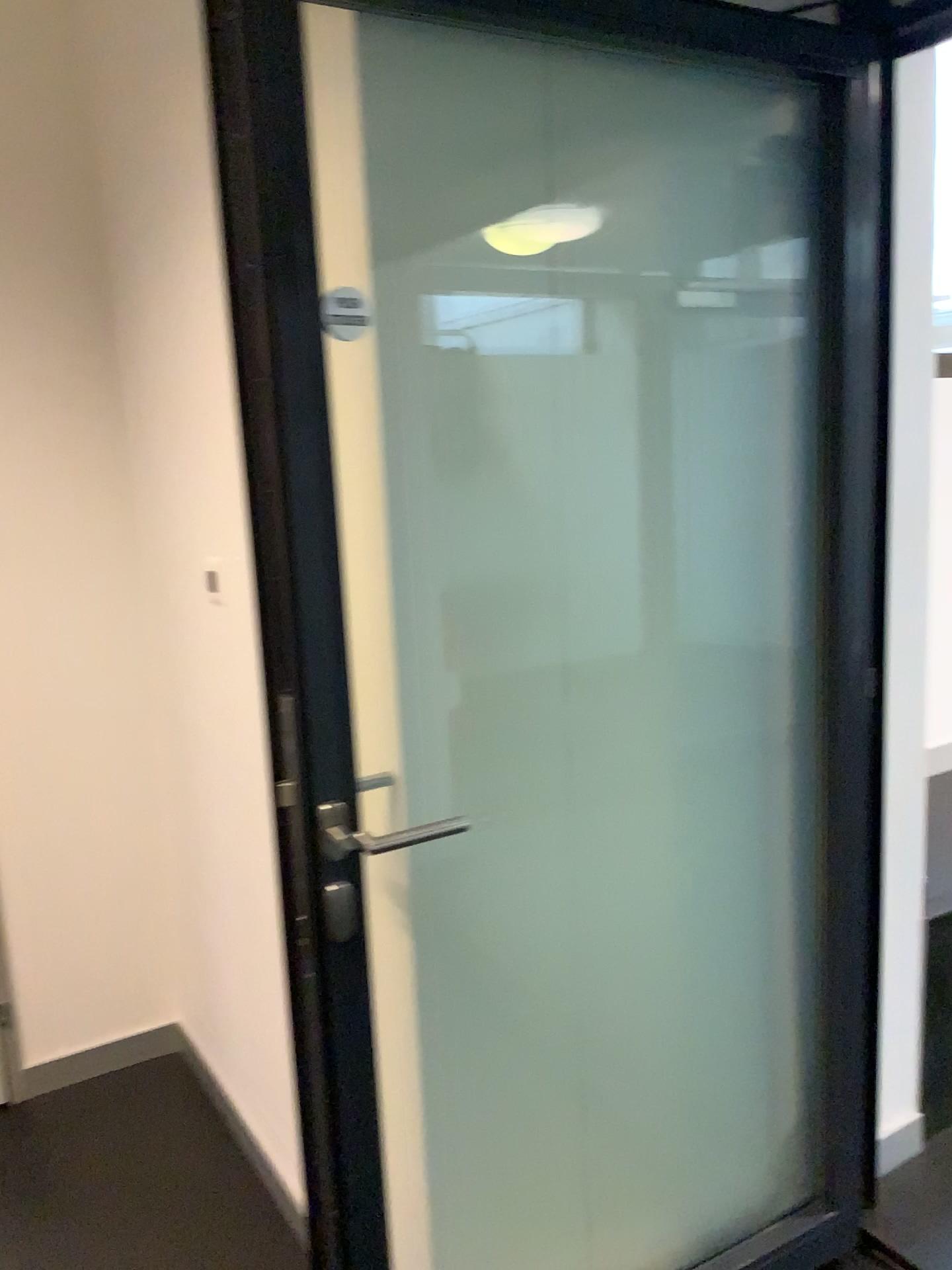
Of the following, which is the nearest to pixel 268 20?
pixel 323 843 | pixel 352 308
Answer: pixel 352 308

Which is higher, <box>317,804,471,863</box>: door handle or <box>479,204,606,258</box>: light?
<box>479,204,606,258</box>: light

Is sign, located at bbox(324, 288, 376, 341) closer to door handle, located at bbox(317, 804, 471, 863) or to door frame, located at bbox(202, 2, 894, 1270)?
door frame, located at bbox(202, 2, 894, 1270)

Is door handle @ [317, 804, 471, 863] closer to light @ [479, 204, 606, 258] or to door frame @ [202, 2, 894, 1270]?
door frame @ [202, 2, 894, 1270]

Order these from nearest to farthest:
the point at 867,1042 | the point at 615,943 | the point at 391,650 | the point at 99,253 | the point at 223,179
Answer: the point at 223,179 < the point at 391,650 < the point at 615,943 < the point at 867,1042 < the point at 99,253

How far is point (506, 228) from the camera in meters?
1.4

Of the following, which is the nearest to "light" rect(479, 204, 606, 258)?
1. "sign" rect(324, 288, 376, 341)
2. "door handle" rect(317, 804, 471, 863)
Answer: "sign" rect(324, 288, 376, 341)

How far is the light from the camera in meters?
1.4

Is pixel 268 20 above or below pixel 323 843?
above

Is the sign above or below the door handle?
above
